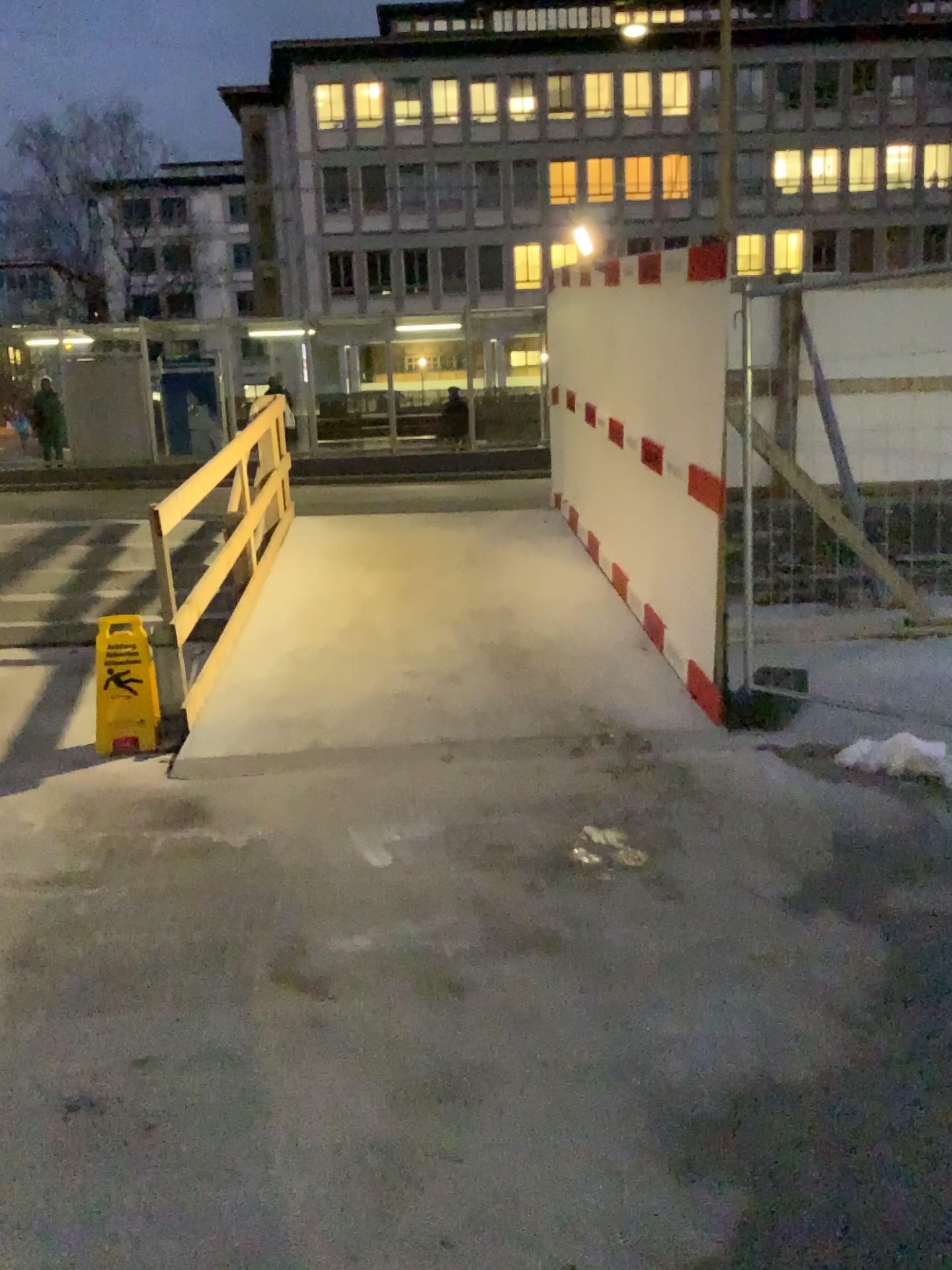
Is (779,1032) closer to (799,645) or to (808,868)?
(808,868)
